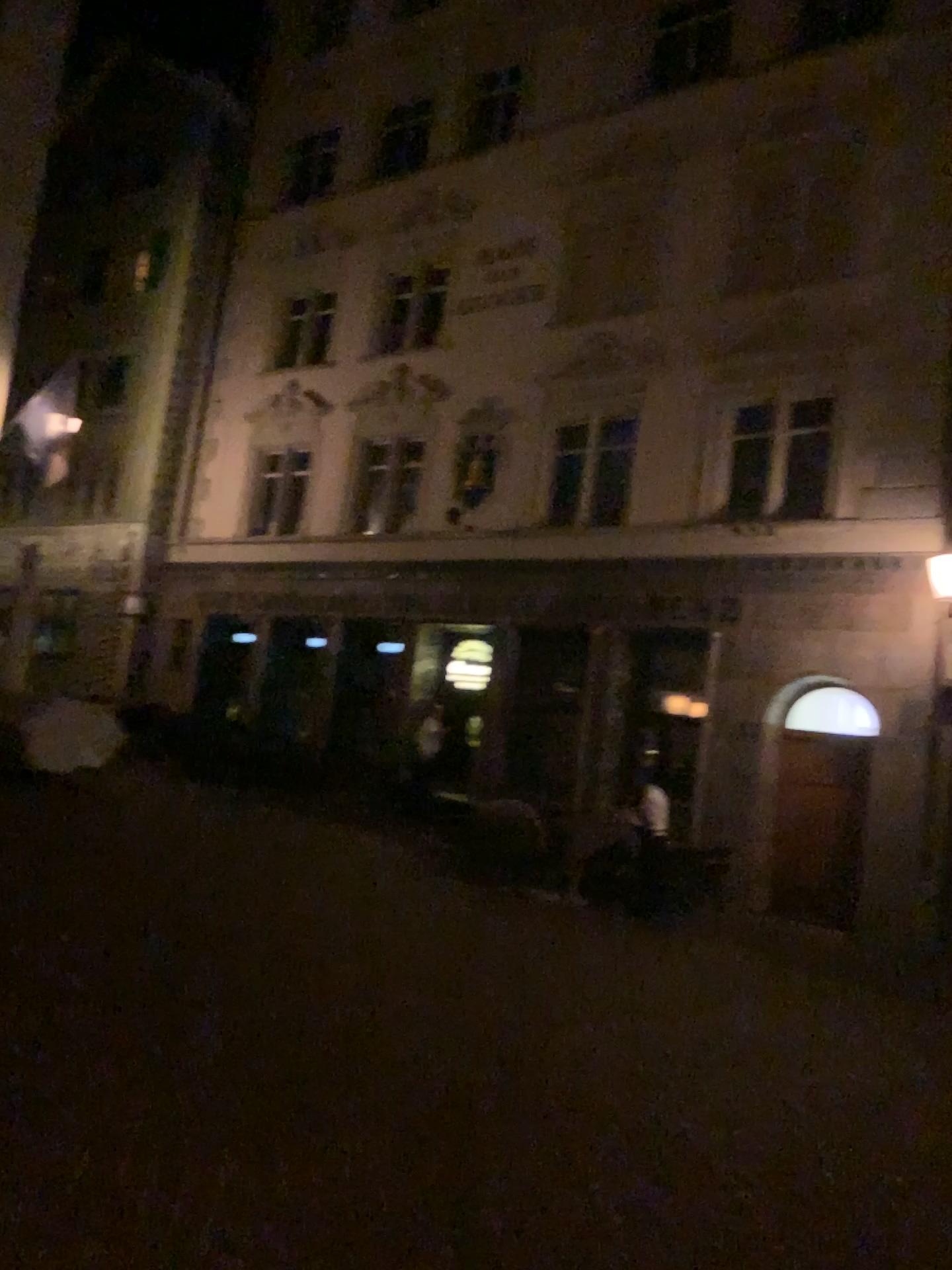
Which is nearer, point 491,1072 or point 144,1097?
point 144,1097
